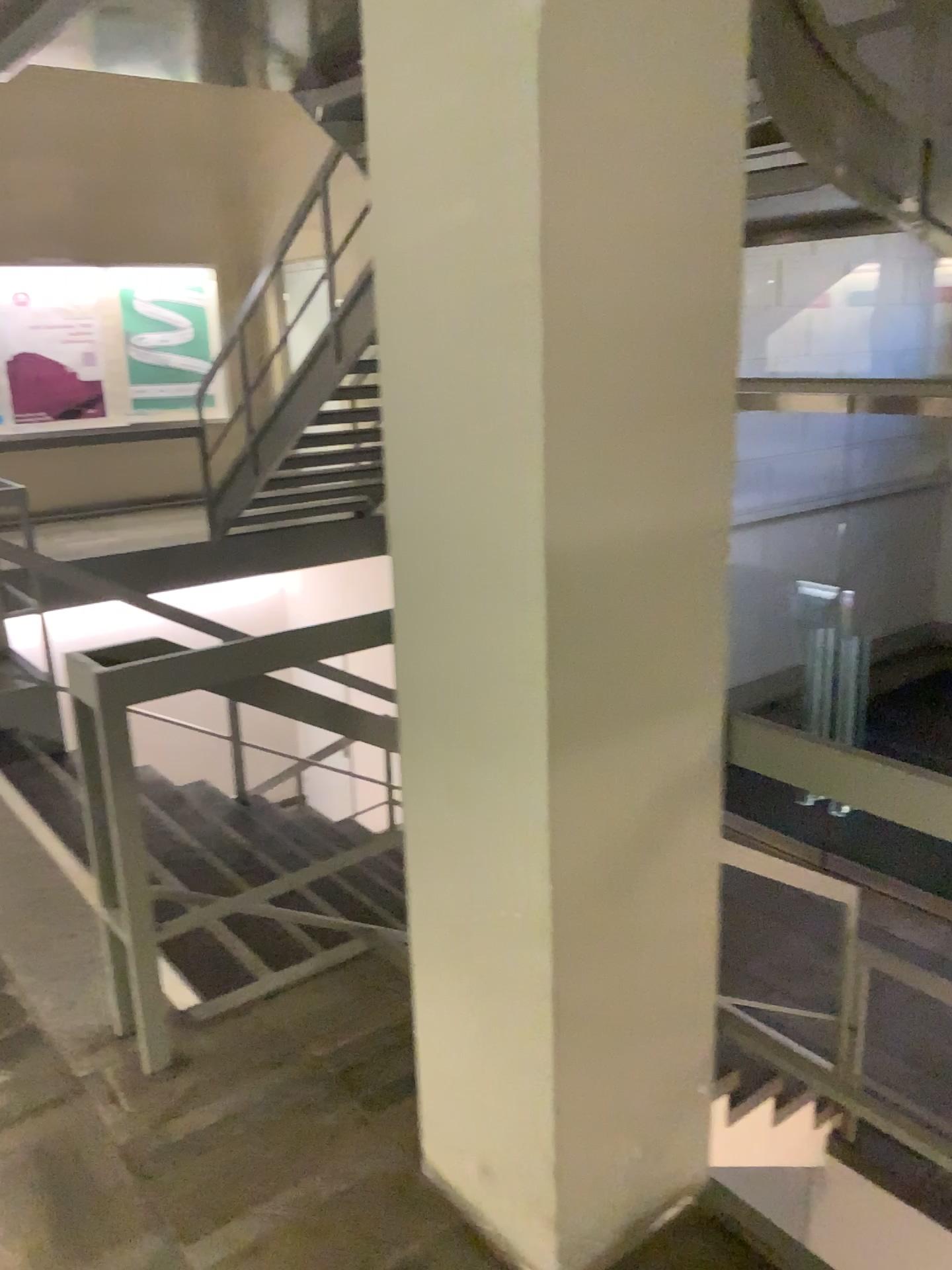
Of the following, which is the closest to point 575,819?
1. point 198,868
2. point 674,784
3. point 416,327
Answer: point 674,784
